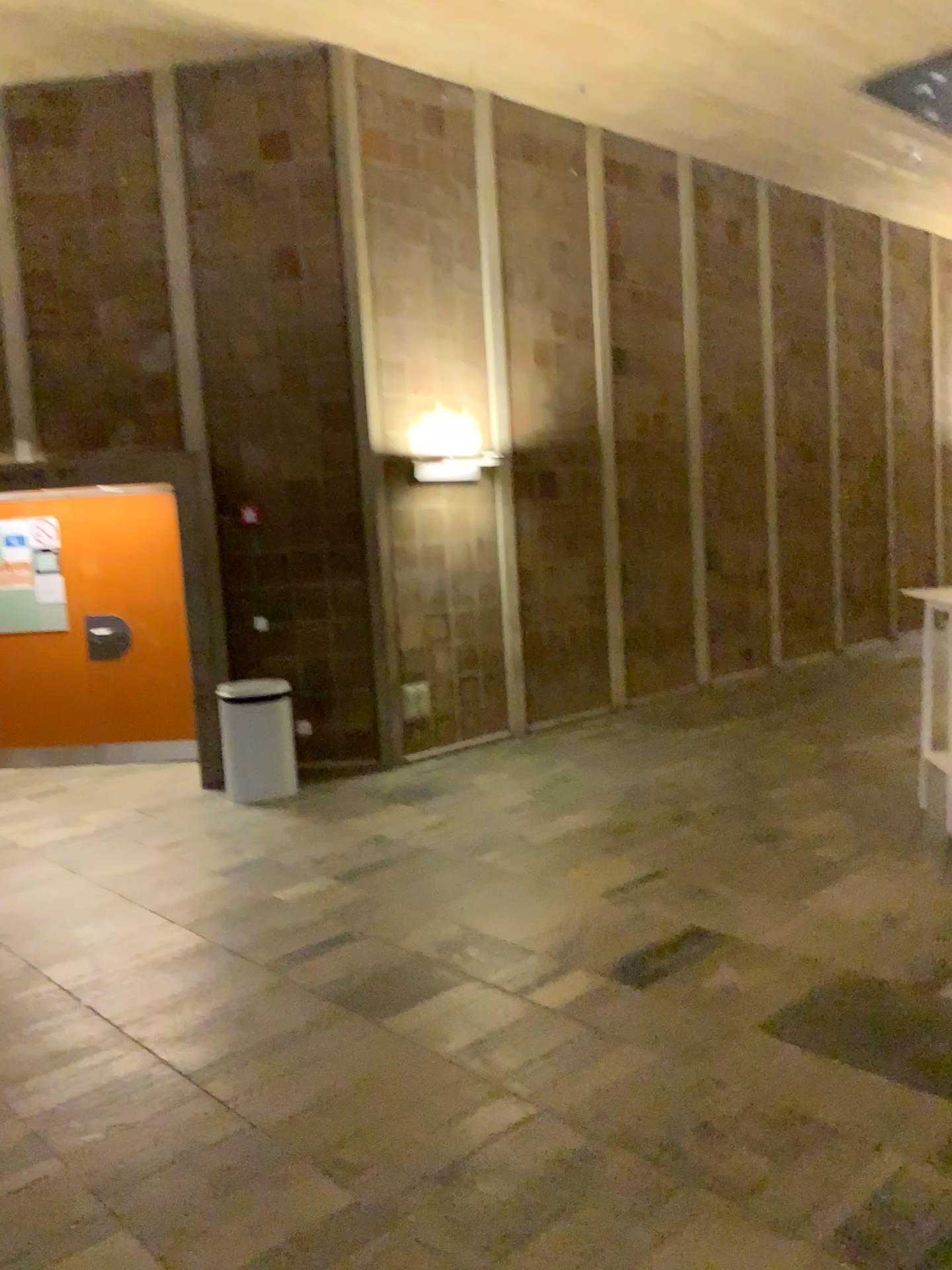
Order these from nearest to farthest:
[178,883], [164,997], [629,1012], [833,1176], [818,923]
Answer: [833,1176], [629,1012], [164,997], [818,923], [178,883]
